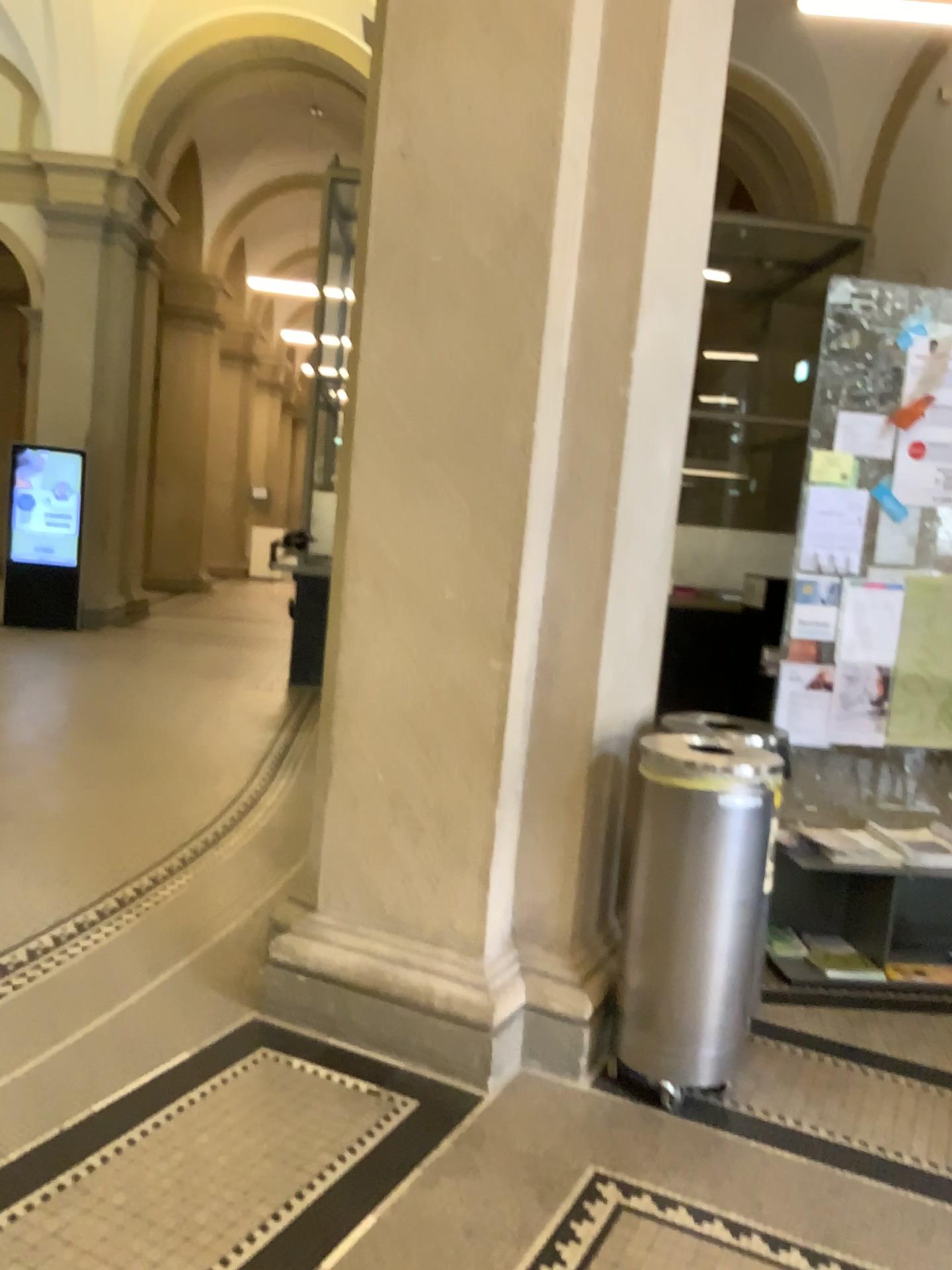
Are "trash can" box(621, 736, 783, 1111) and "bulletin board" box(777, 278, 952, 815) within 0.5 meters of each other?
no

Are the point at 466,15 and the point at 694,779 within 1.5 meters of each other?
no

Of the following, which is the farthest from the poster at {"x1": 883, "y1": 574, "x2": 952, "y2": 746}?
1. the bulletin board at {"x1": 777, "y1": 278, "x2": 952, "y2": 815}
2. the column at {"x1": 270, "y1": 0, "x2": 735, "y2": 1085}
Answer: the column at {"x1": 270, "y1": 0, "x2": 735, "y2": 1085}

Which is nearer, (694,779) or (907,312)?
(694,779)

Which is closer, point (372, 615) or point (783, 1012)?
point (372, 615)

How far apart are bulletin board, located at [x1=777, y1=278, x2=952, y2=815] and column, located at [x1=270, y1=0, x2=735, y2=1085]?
1.0m

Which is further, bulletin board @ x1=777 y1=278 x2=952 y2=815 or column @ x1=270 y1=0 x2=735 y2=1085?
bulletin board @ x1=777 y1=278 x2=952 y2=815

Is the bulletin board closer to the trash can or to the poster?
the poster

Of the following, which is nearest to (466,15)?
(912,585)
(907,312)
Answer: (907,312)

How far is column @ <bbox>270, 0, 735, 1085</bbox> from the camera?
2.7 meters
